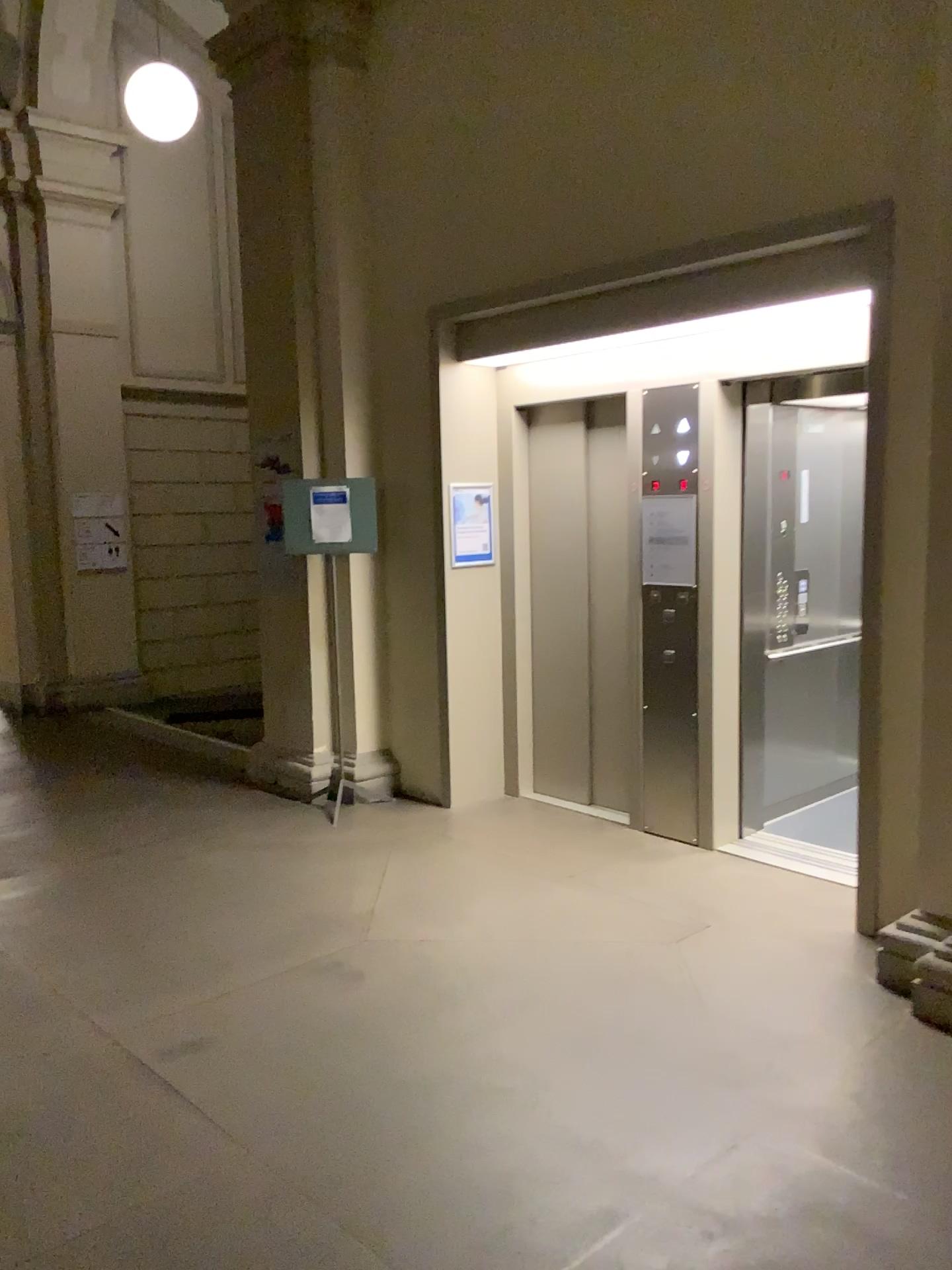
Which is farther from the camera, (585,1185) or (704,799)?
(704,799)
